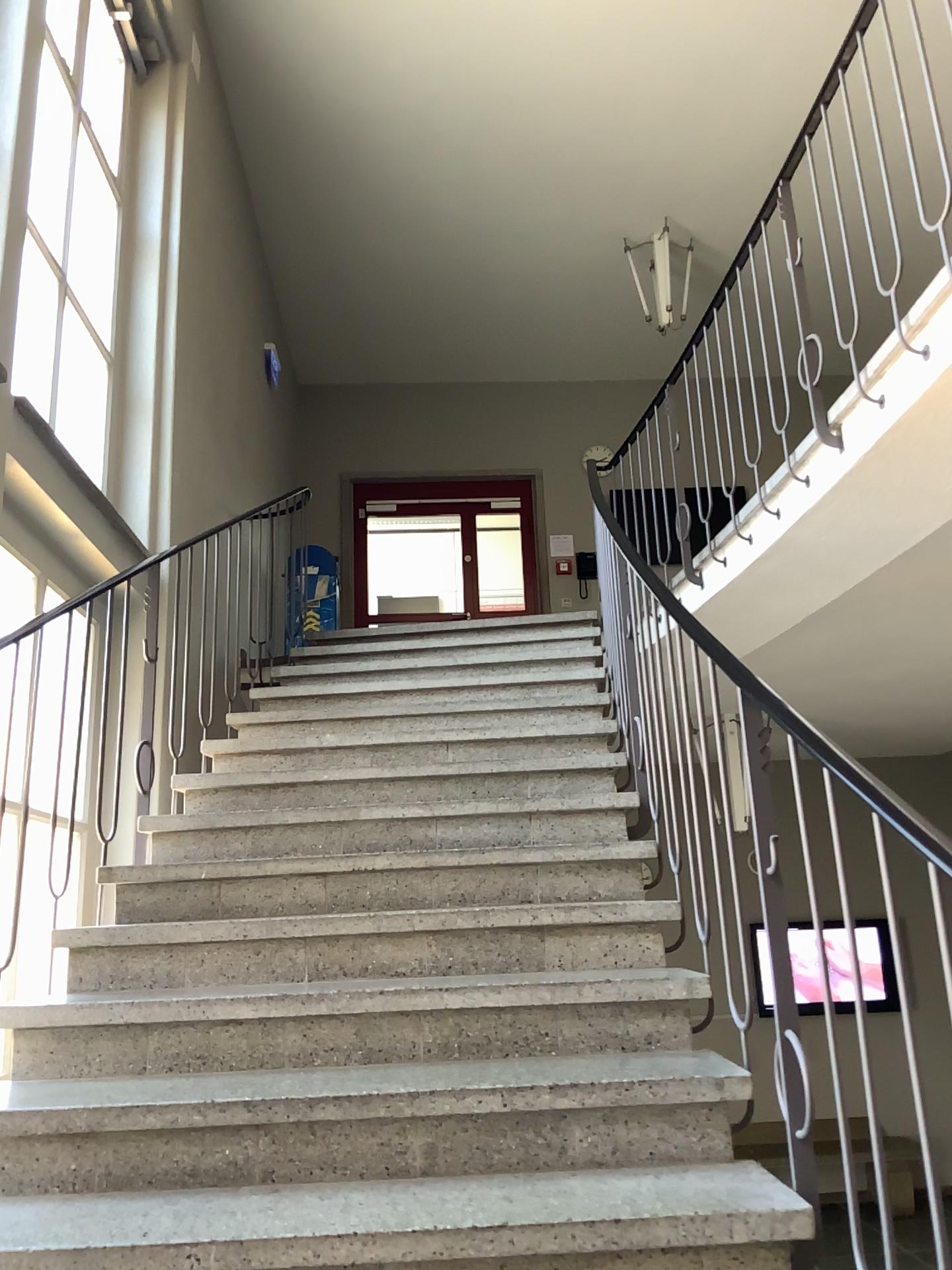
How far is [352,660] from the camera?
5.00m
